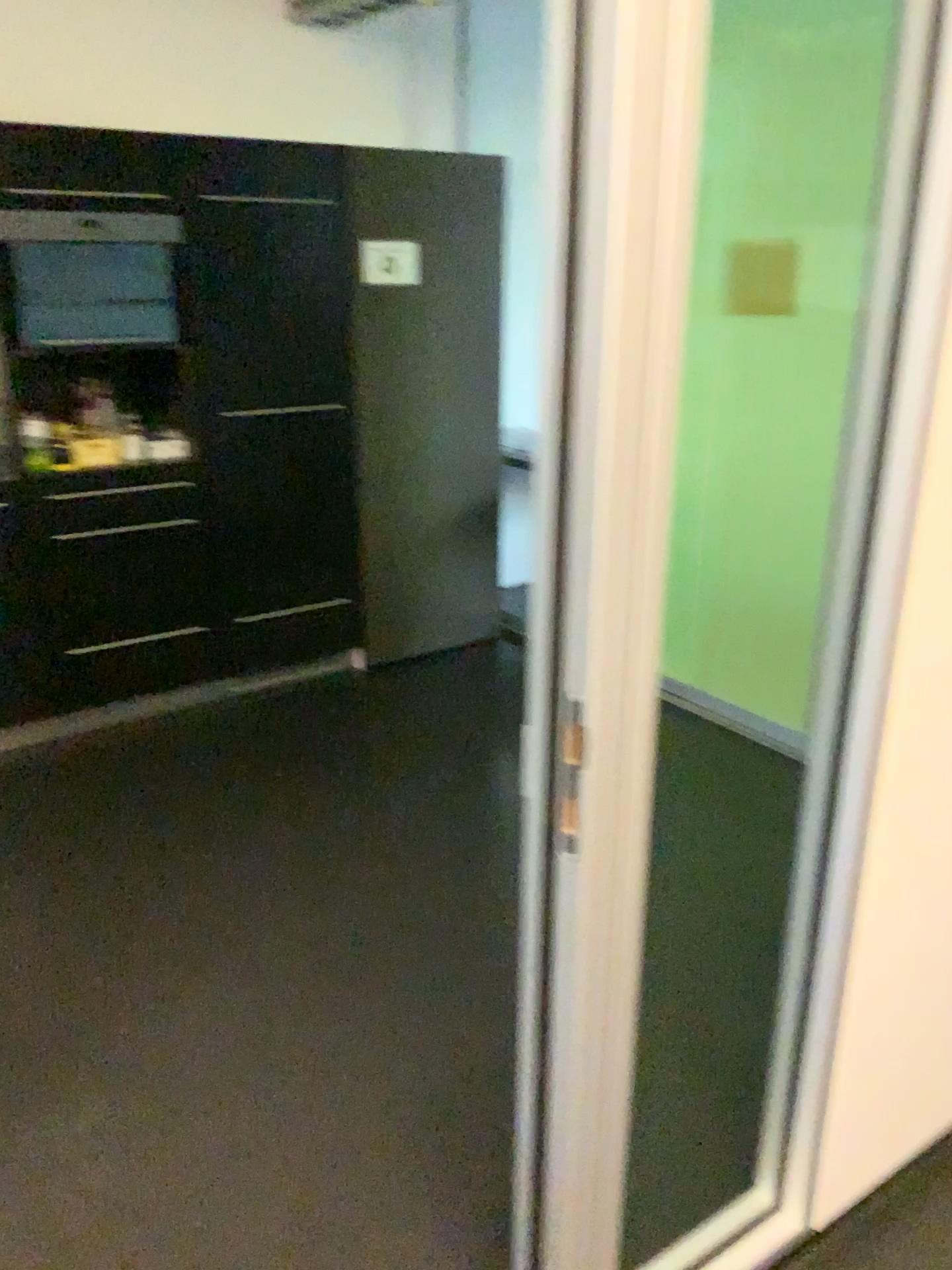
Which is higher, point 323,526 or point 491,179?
point 491,179

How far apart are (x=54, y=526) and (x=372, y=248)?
1.4m

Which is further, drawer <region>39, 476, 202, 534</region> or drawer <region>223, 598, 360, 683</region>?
drawer <region>223, 598, 360, 683</region>

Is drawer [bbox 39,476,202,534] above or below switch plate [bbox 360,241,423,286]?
below

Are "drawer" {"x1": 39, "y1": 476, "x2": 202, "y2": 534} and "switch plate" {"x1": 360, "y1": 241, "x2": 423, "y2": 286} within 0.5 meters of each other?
no

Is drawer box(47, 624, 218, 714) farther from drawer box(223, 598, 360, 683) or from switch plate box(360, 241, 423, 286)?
switch plate box(360, 241, 423, 286)

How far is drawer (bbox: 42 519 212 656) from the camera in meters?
3.3 m

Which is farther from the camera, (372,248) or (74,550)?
(372,248)

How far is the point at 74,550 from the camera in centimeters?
335cm

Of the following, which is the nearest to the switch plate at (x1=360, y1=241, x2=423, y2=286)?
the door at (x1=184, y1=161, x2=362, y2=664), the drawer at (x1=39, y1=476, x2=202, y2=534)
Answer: the door at (x1=184, y1=161, x2=362, y2=664)
